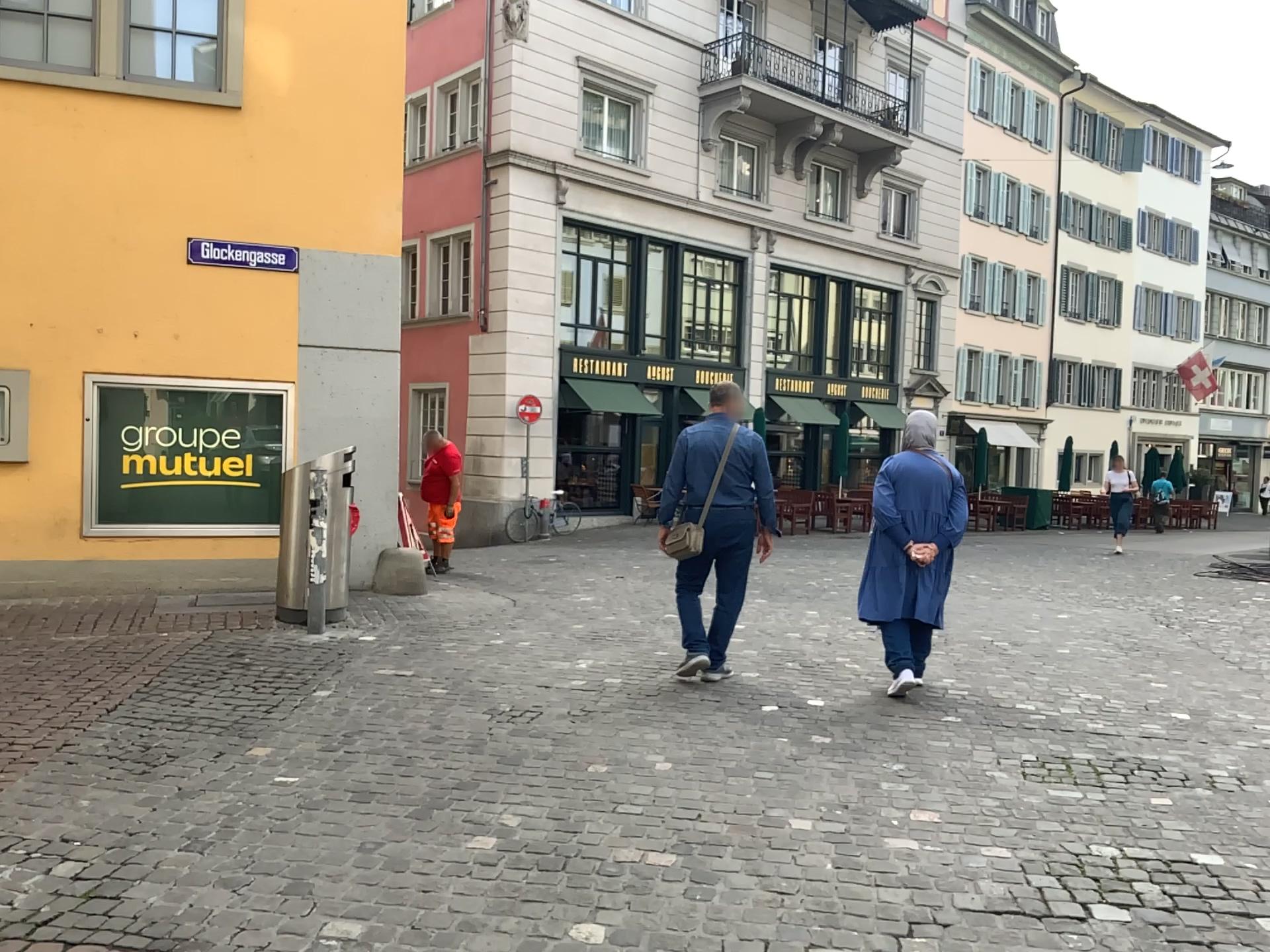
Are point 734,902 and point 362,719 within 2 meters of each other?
no
